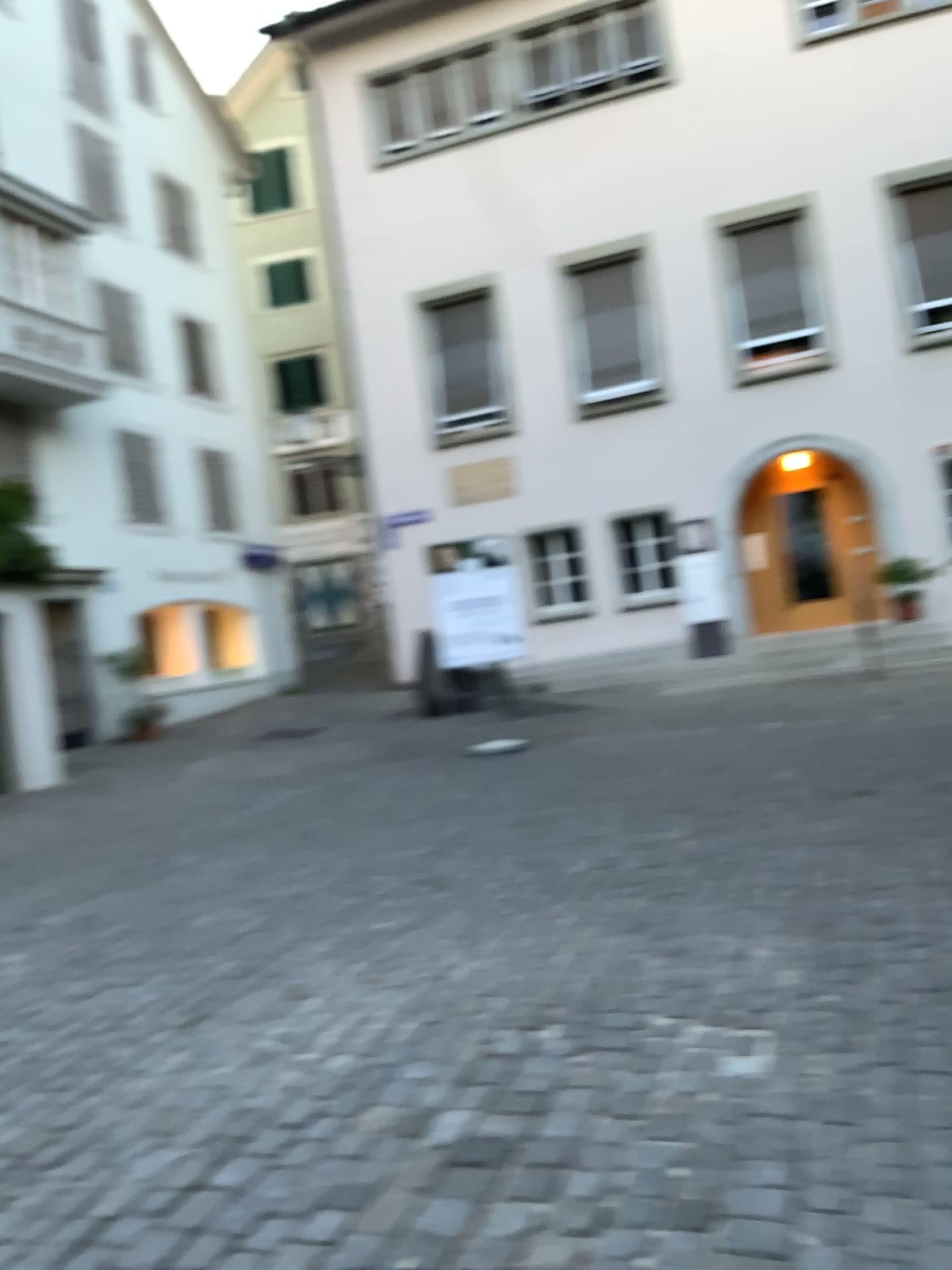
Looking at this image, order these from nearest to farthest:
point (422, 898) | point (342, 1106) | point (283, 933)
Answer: point (342, 1106) < point (283, 933) < point (422, 898)
